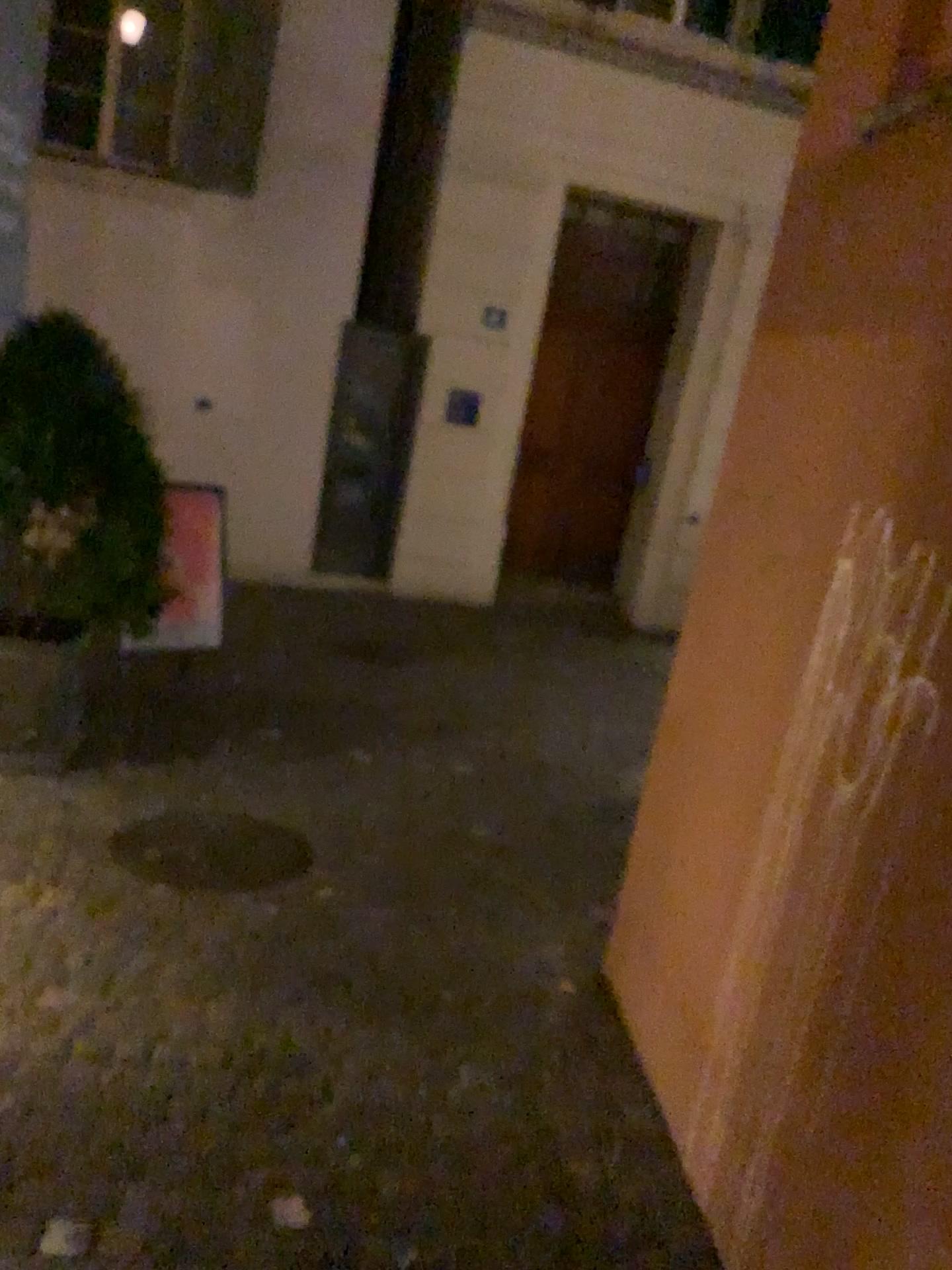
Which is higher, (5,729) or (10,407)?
(10,407)

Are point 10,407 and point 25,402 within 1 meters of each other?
yes

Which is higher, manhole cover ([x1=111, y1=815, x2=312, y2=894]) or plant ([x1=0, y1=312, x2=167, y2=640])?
plant ([x1=0, y1=312, x2=167, y2=640])

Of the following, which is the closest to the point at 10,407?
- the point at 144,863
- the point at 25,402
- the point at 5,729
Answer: the point at 25,402

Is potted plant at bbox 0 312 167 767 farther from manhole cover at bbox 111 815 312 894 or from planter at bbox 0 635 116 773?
manhole cover at bbox 111 815 312 894

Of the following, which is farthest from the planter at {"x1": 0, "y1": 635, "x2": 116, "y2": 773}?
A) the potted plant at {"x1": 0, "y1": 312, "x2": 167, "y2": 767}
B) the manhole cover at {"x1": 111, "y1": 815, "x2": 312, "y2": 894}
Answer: the manhole cover at {"x1": 111, "y1": 815, "x2": 312, "y2": 894}

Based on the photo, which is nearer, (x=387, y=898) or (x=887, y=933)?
(x=887, y=933)

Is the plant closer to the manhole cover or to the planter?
the planter

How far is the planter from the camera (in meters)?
4.36

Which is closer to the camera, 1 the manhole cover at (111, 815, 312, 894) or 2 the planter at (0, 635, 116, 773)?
1 the manhole cover at (111, 815, 312, 894)
